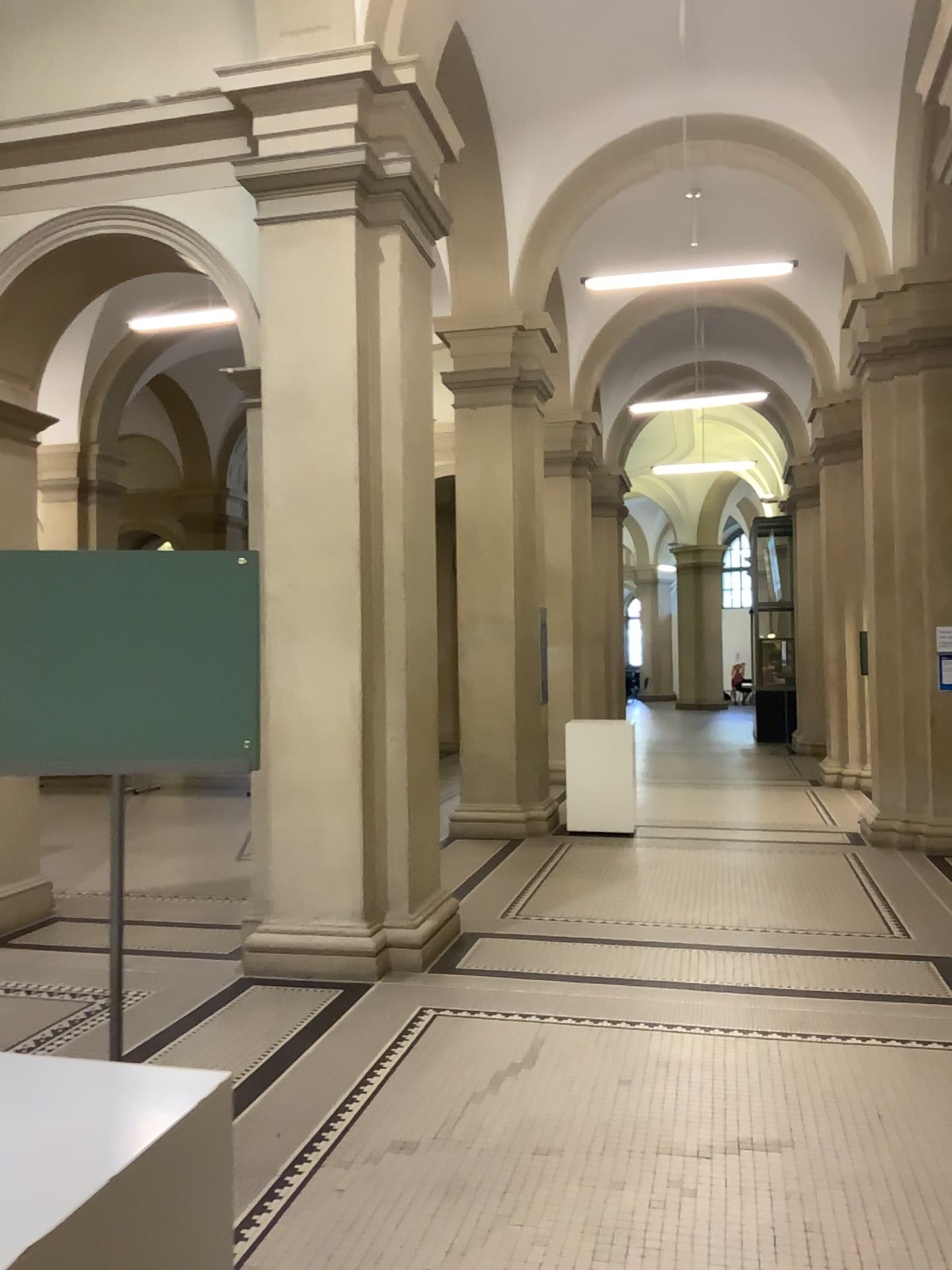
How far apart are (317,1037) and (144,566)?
3.05m
